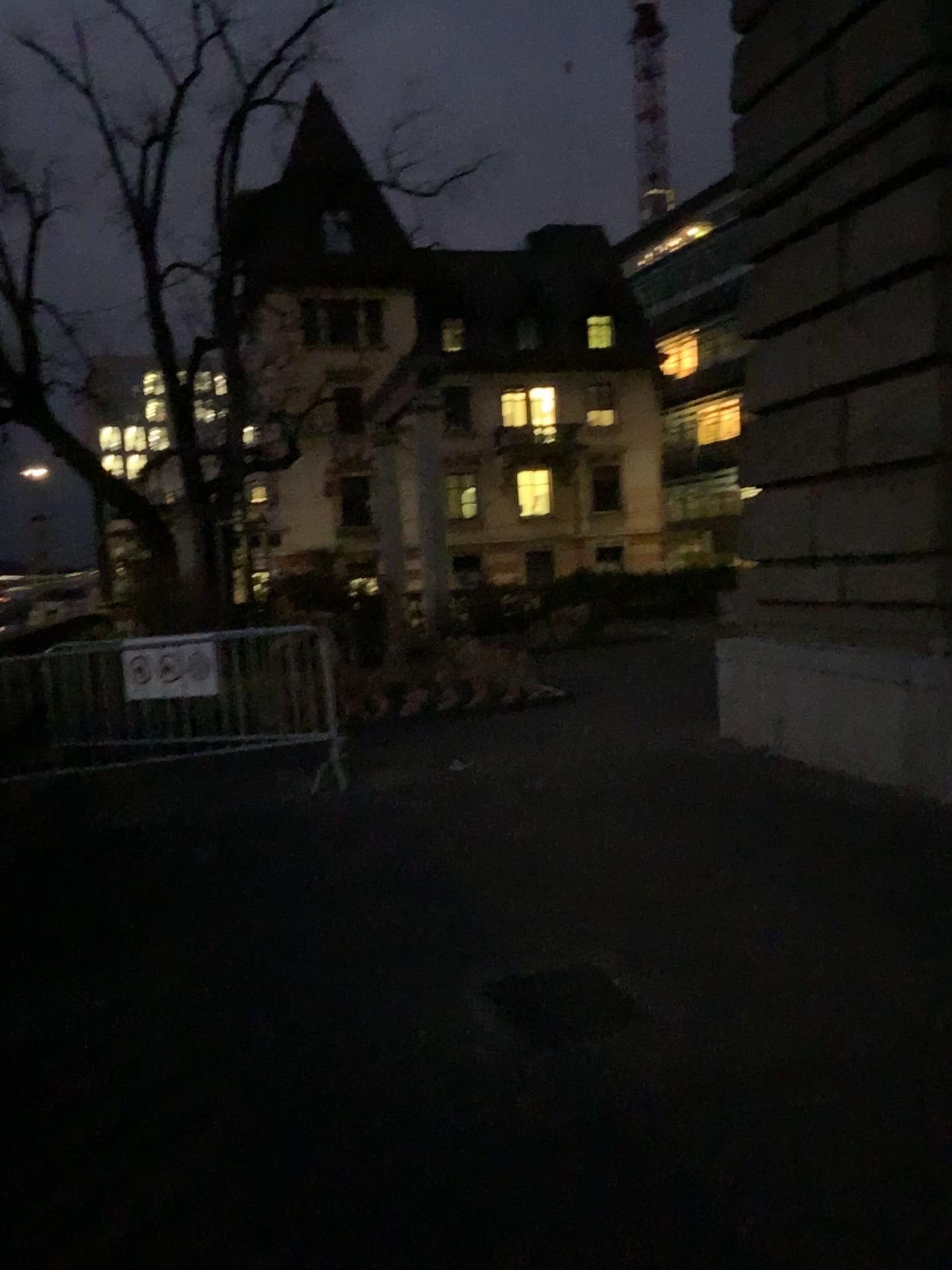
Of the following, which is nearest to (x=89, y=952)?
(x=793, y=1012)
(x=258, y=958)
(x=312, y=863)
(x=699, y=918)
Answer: (x=258, y=958)
